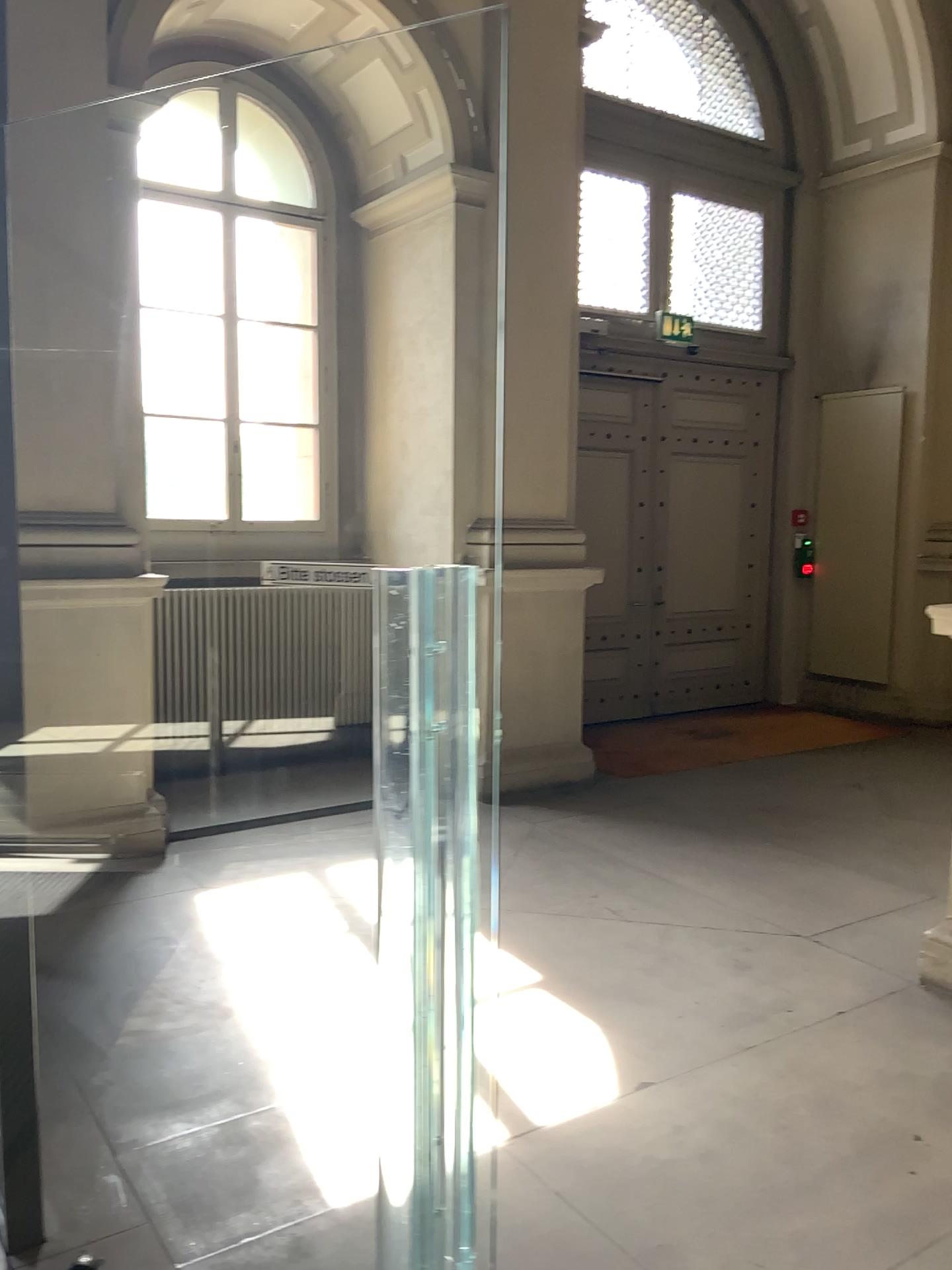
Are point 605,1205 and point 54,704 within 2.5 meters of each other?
no
